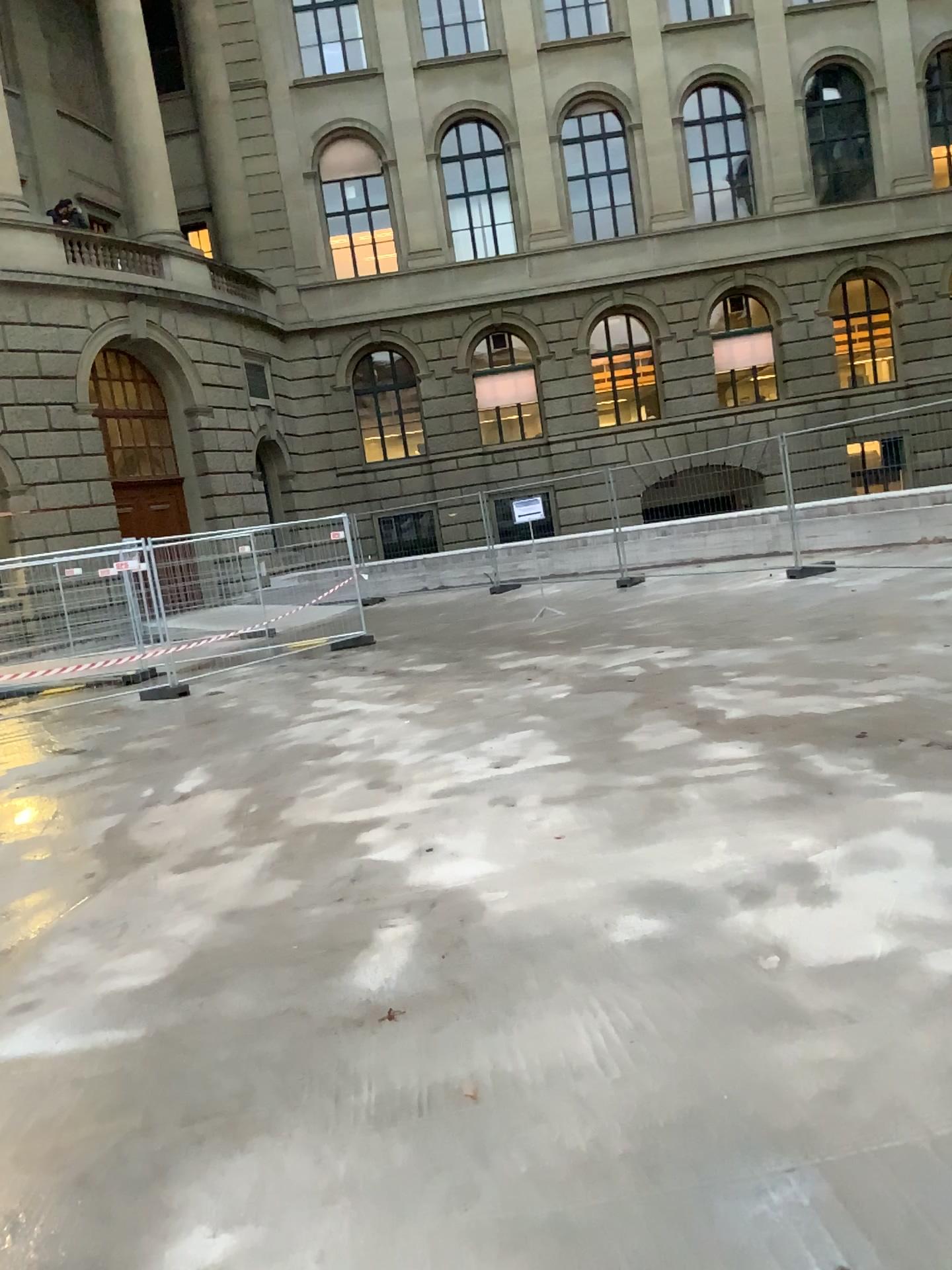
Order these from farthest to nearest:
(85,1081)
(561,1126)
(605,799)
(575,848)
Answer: (605,799) → (575,848) → (85,1081) → (561,1126)
